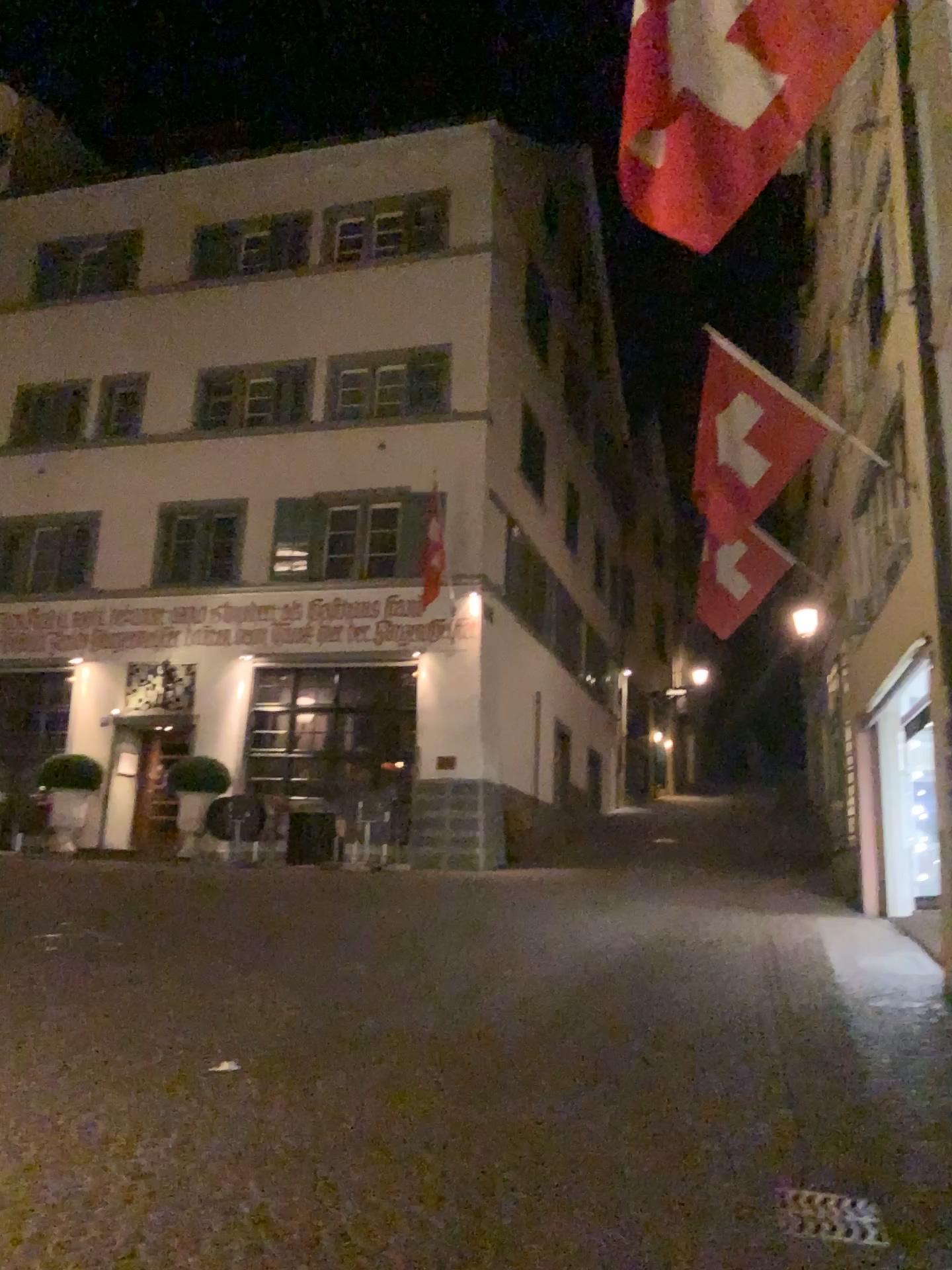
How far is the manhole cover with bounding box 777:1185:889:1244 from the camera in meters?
3.7 m

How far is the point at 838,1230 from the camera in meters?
3.7

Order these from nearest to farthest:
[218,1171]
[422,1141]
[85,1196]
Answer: [85,1196] → [218,1171] → [422,1141]
